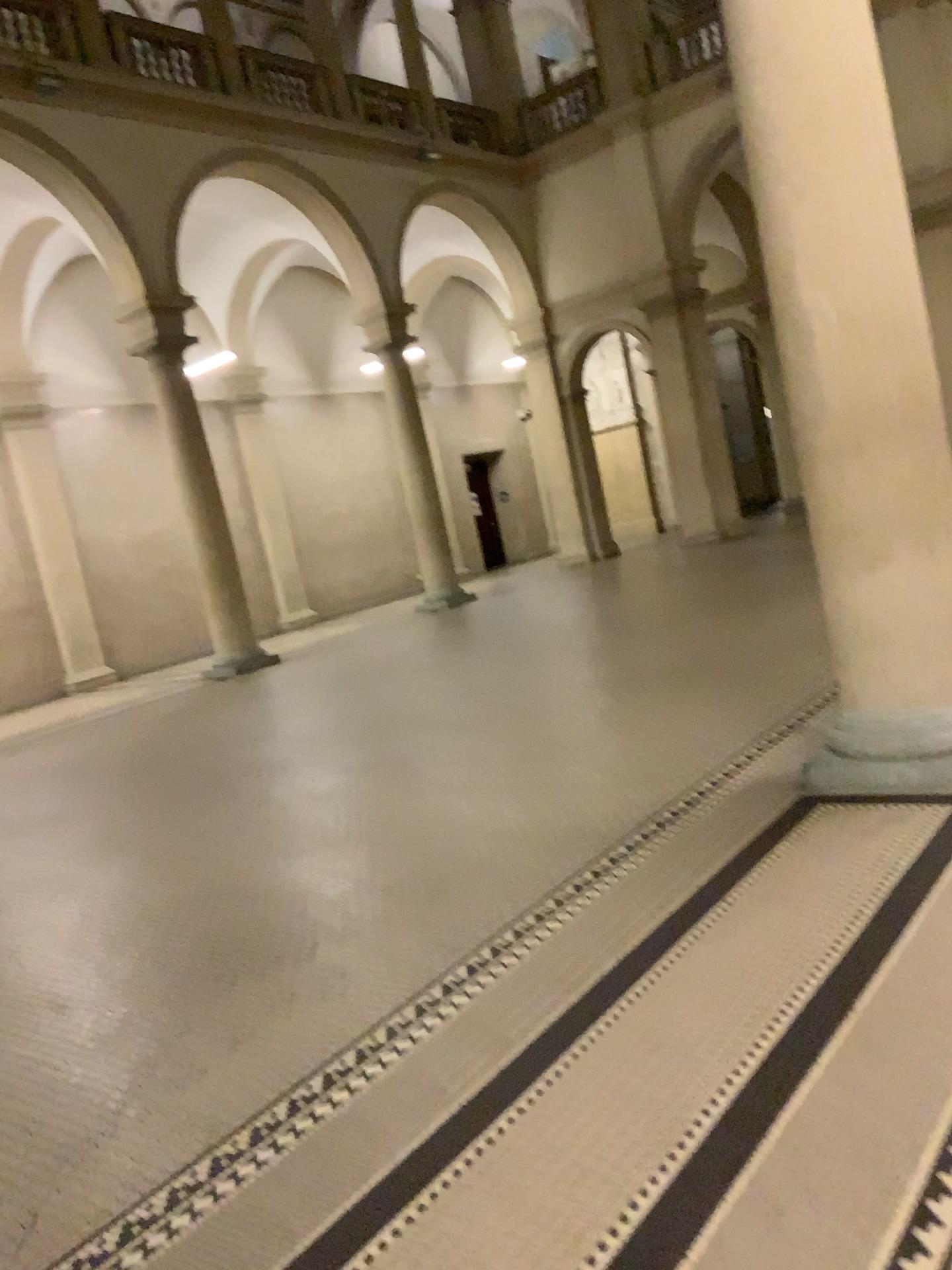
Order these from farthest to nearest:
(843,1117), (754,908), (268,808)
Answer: (268,808) → (754,908) → (843,1117)

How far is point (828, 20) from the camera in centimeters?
381cm

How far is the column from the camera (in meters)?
3.81
